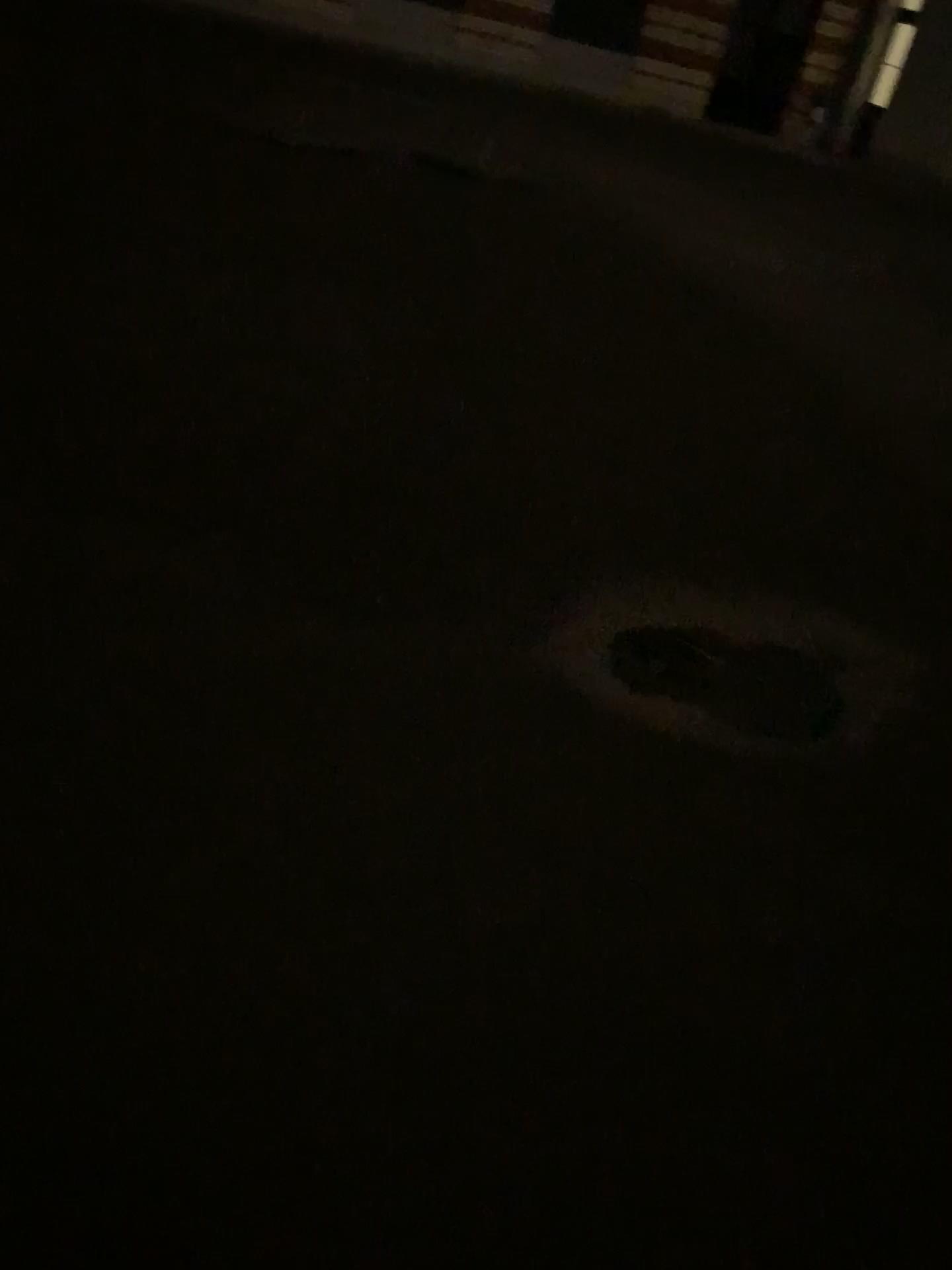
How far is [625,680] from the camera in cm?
288

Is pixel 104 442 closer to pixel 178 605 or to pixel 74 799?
pixel 178 605

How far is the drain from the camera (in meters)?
2.88
